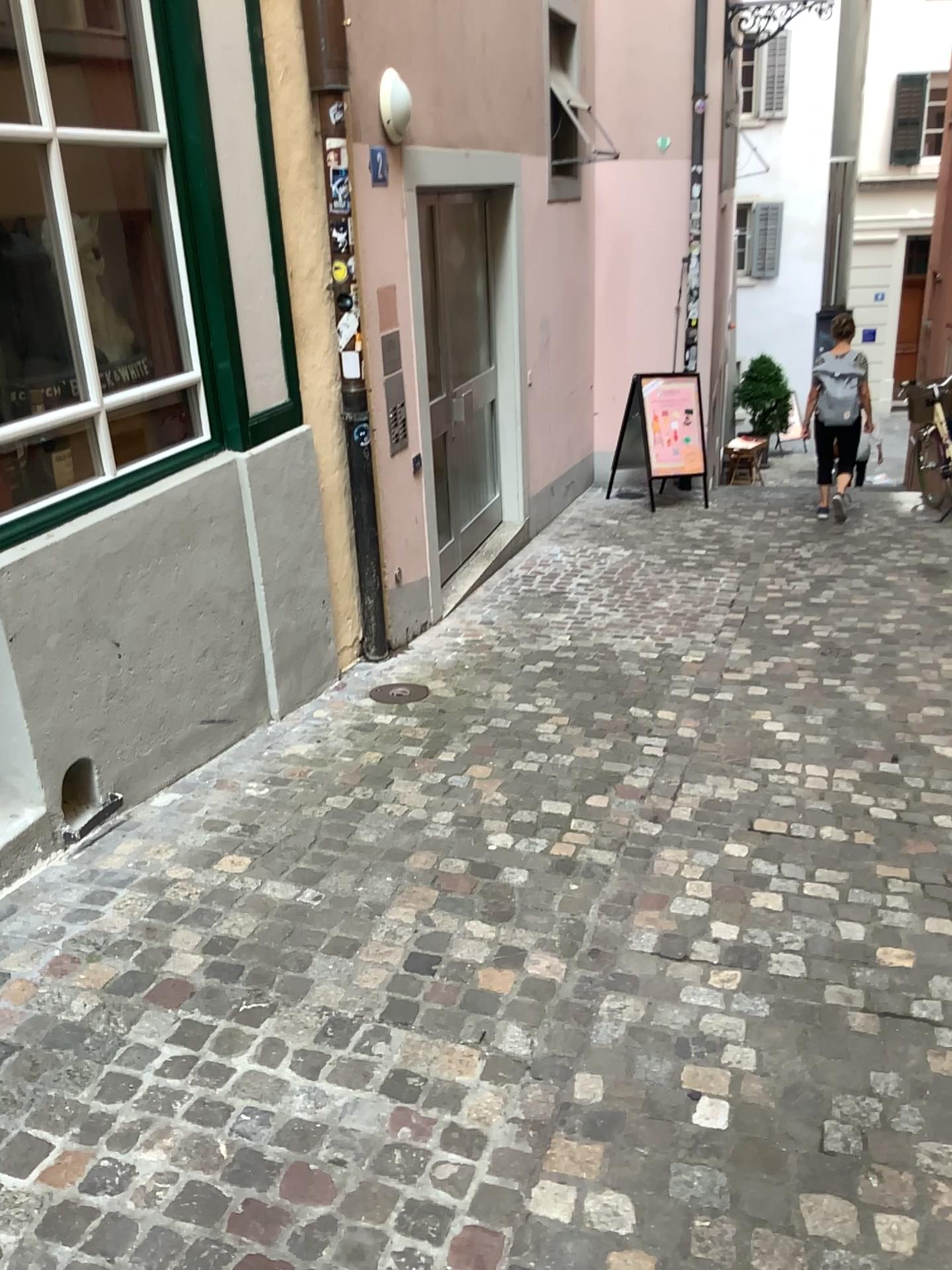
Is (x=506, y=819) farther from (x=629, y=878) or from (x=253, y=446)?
(x=253, y=446)
